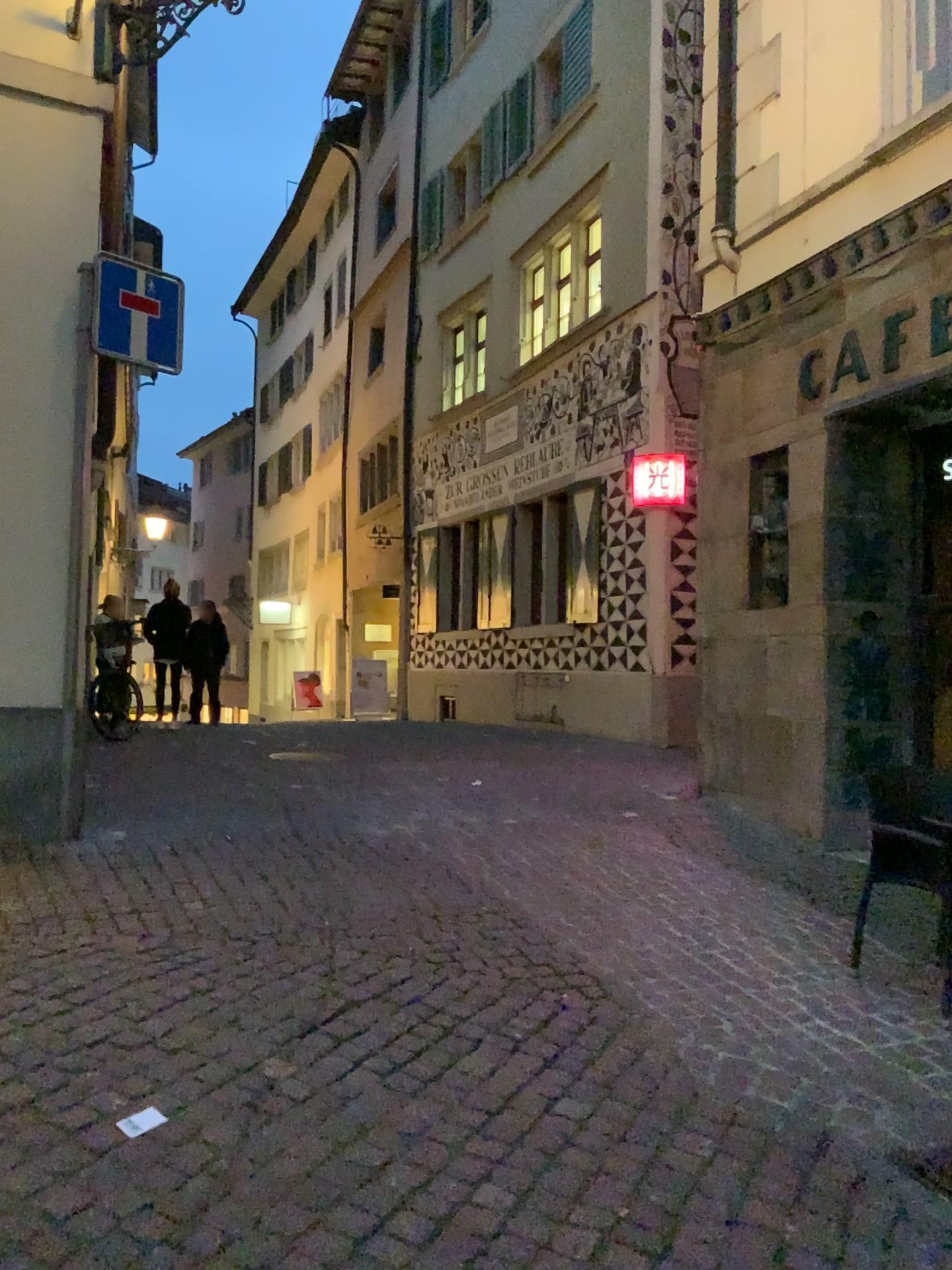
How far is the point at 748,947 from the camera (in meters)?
4.31
